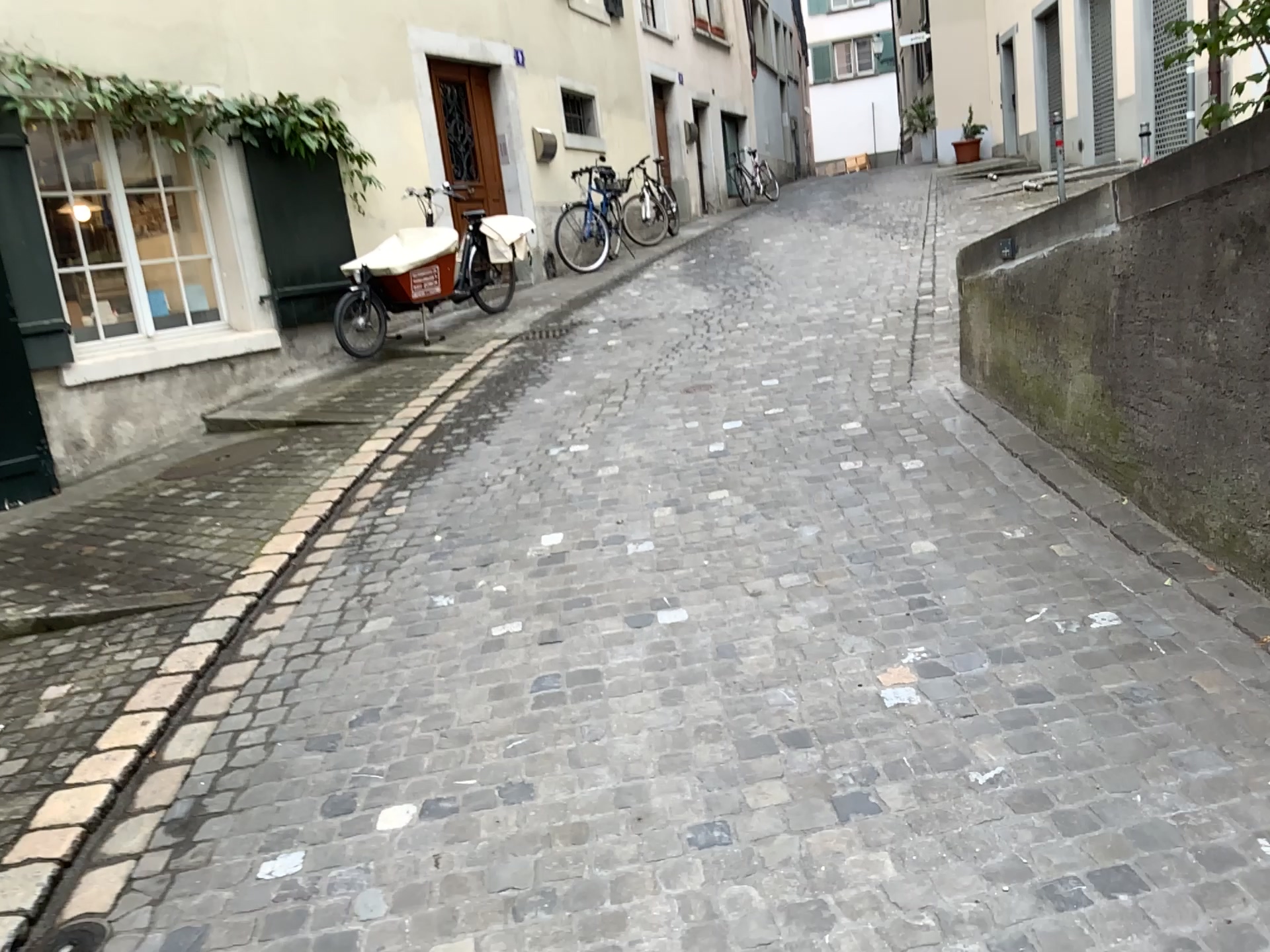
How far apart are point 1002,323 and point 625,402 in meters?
2.1 m
